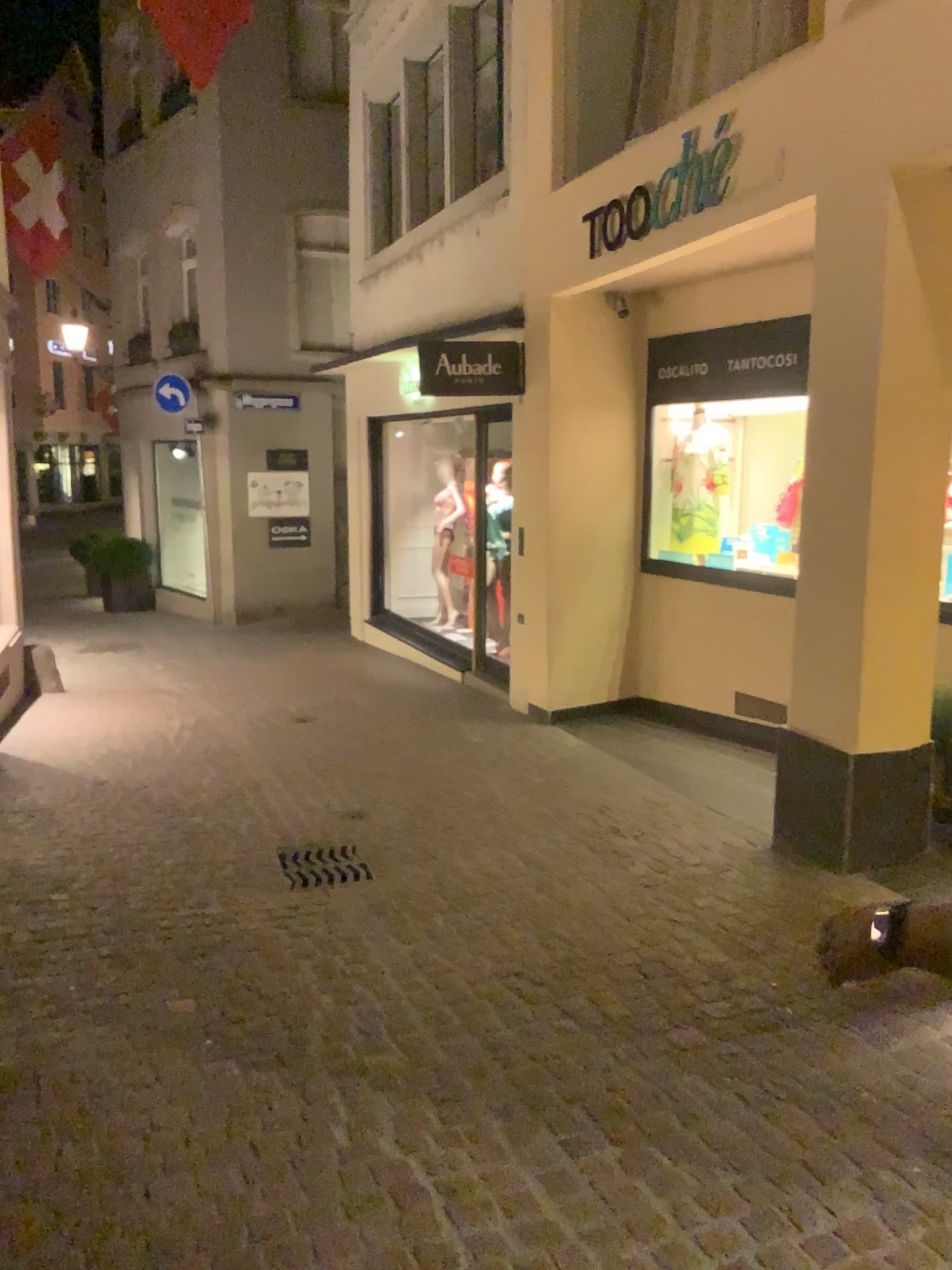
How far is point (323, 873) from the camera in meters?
4.5

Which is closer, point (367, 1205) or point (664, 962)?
point (367, 1205)

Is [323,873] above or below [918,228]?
below

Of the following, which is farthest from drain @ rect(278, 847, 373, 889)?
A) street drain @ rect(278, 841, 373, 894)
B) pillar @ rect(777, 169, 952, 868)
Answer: pillar @ rect(777, 169, 952, 868)

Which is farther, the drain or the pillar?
the drain

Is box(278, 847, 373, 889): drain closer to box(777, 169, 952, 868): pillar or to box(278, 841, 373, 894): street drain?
box(278, 841, 373, 894): street drain

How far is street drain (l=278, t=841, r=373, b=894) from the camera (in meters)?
4.48

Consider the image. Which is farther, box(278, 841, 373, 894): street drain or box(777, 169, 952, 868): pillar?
box(278, 841, 373, 894): street drain

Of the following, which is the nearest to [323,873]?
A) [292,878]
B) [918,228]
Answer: [292,878]
